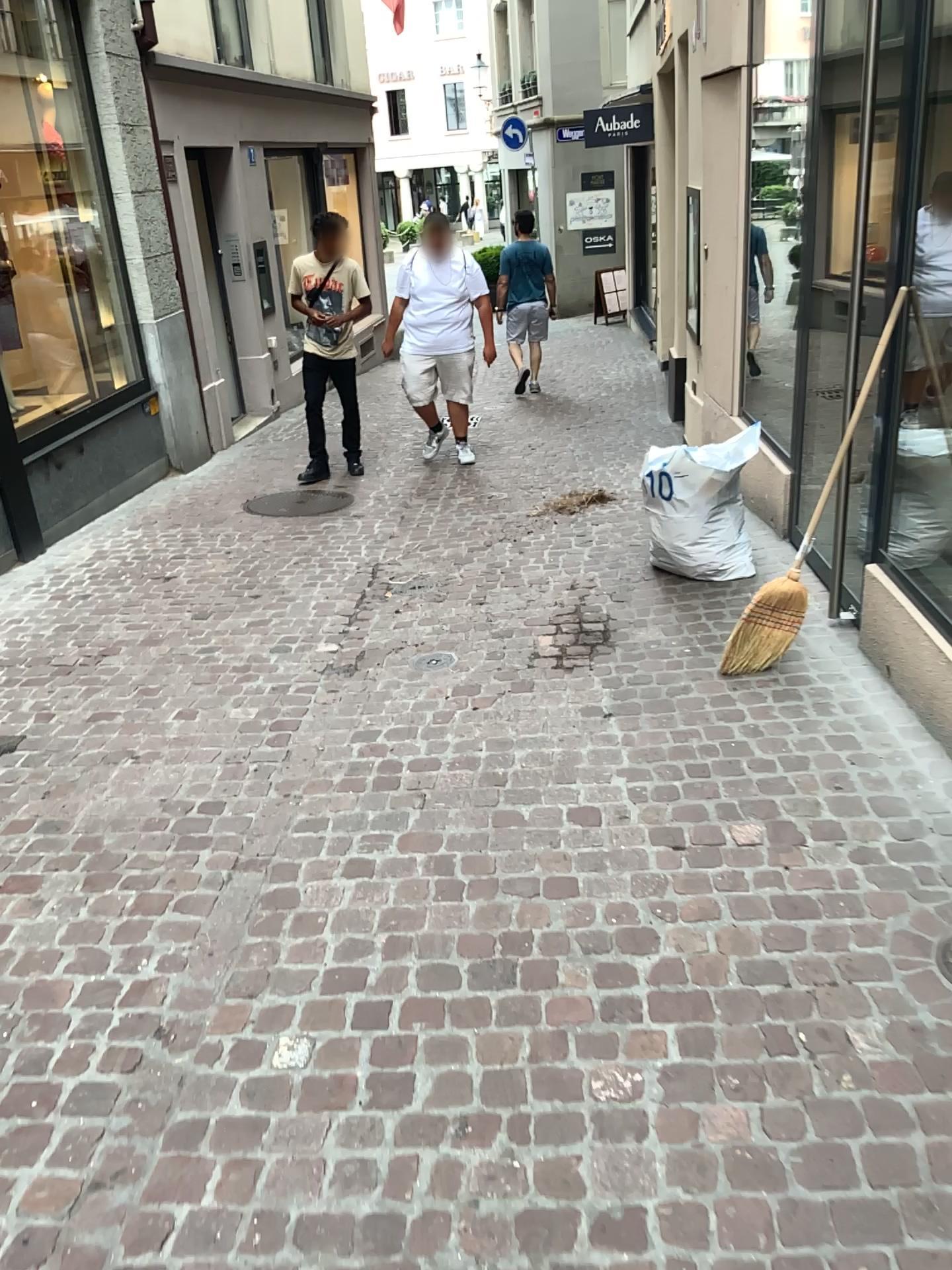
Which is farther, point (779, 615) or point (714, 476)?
point (714, 476)

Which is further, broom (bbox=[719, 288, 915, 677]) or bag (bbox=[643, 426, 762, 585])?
bag (bbox=[643, 426, 762, 585])

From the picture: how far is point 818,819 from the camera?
2.8 meters

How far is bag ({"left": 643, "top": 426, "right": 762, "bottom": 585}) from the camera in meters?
4.5 m

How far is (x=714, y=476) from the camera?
4.5m
